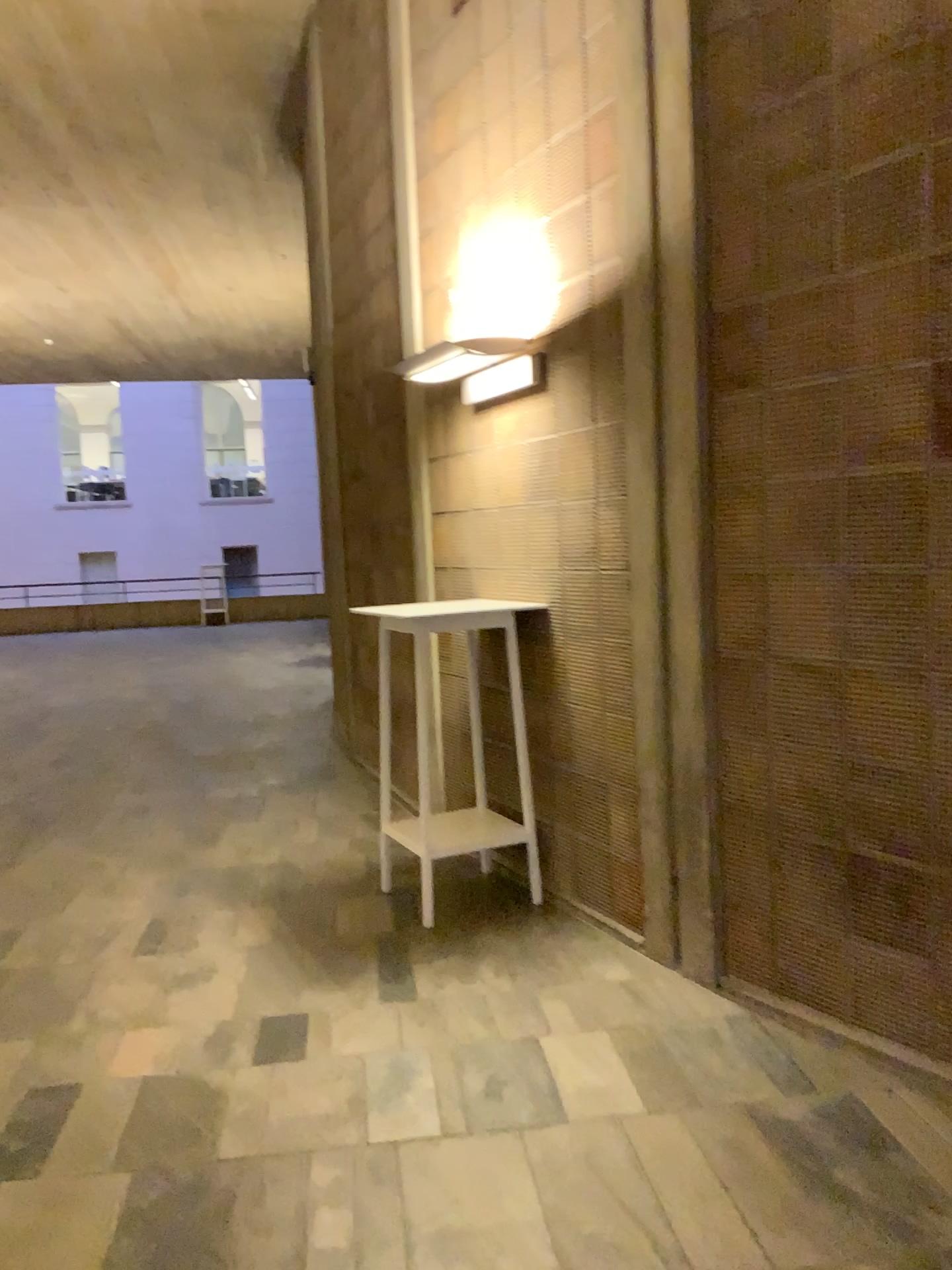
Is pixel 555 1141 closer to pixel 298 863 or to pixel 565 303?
pixel 298 863

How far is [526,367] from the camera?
3.9 meters

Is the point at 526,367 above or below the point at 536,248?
below

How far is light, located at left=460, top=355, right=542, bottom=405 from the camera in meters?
3.9 m
